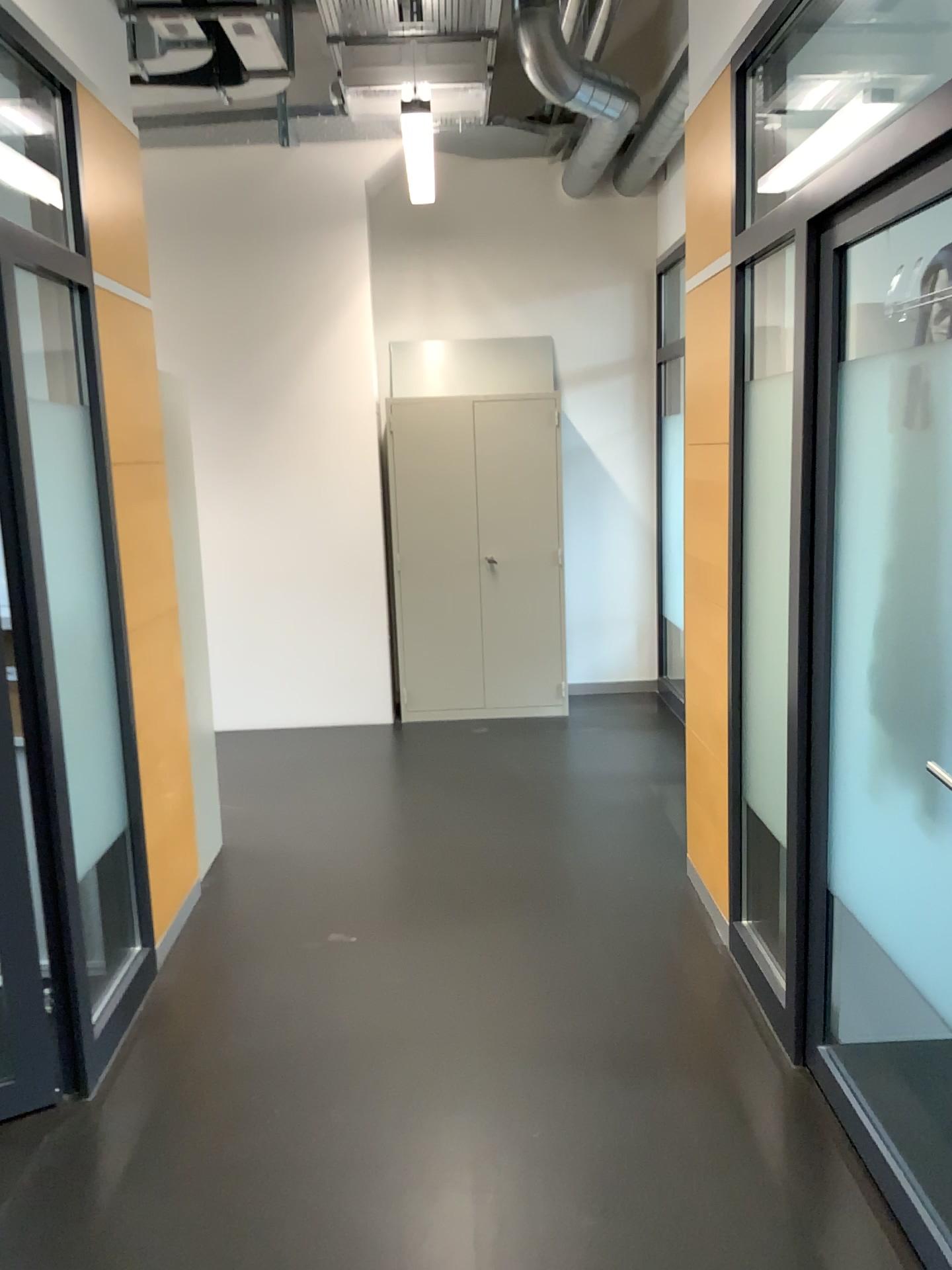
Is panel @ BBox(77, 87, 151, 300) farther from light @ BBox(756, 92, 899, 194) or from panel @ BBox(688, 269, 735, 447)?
light @ BBox(756, 92, 899, 194)

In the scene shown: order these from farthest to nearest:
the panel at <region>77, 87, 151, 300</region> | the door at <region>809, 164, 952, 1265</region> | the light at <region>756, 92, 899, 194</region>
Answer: the light at <region>756, 92, 899, 194</region>
the panel at <region>77, 87, 151, 300</region>
the door at <region>809, 164, 952, 1265</region>

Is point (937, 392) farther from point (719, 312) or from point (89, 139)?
point (89, 139)

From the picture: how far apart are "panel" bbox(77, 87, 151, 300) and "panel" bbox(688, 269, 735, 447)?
1.7 meters

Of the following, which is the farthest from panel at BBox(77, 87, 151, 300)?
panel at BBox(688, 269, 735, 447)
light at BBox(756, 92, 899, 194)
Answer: light at BBox(756, 92, 899, 194)

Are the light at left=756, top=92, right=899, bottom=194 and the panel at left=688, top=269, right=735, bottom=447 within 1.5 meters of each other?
yes

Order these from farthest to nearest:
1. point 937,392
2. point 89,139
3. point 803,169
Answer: point 803,169 → point 89,139 → point 937,392

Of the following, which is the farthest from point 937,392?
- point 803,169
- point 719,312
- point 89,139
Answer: point 89,139

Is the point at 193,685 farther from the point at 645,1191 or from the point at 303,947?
the point at 645,1191

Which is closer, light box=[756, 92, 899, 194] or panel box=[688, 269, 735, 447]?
panel box=[688, 269, 735, 447]
